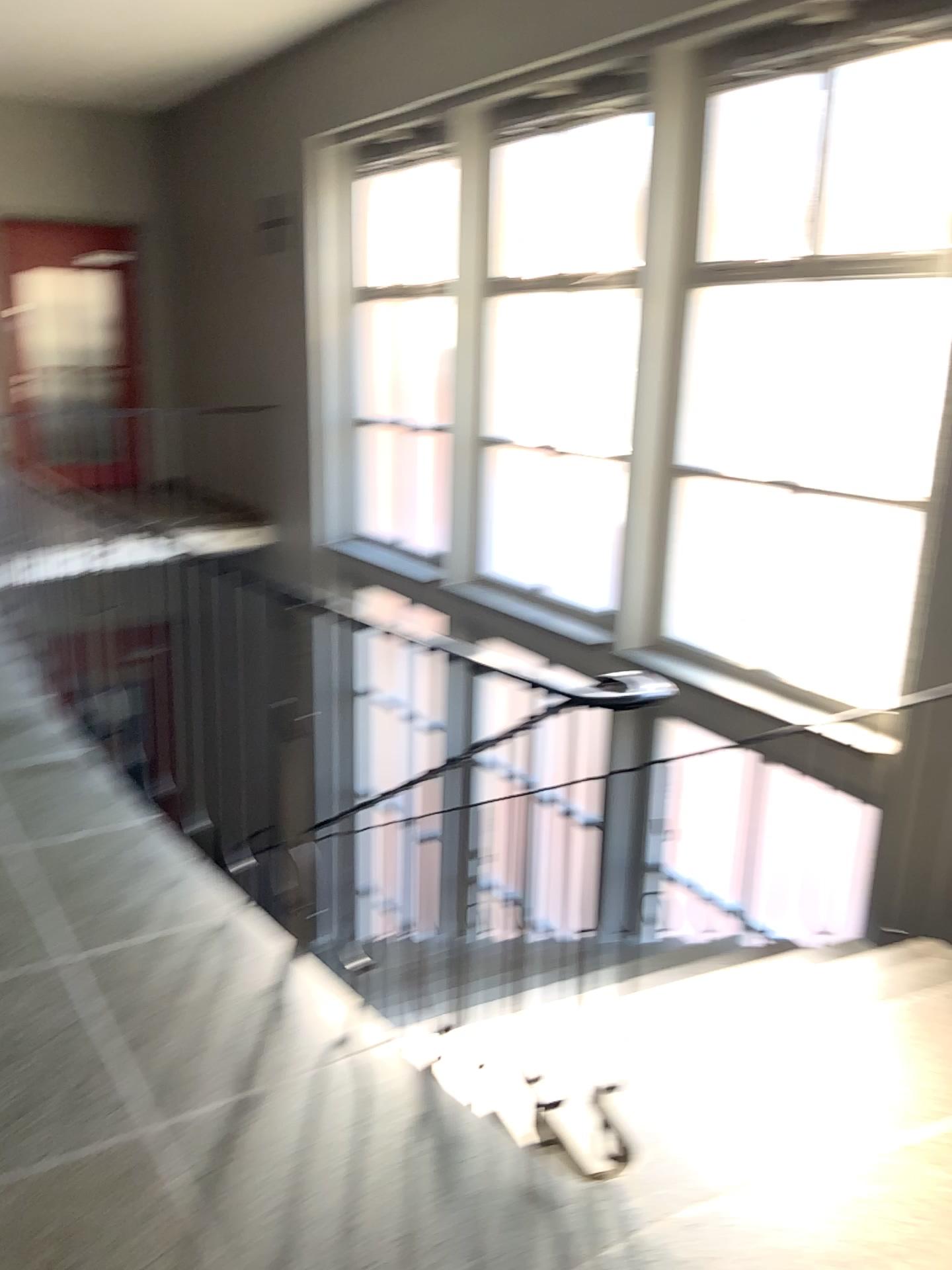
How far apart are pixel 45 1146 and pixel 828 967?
2.1m
